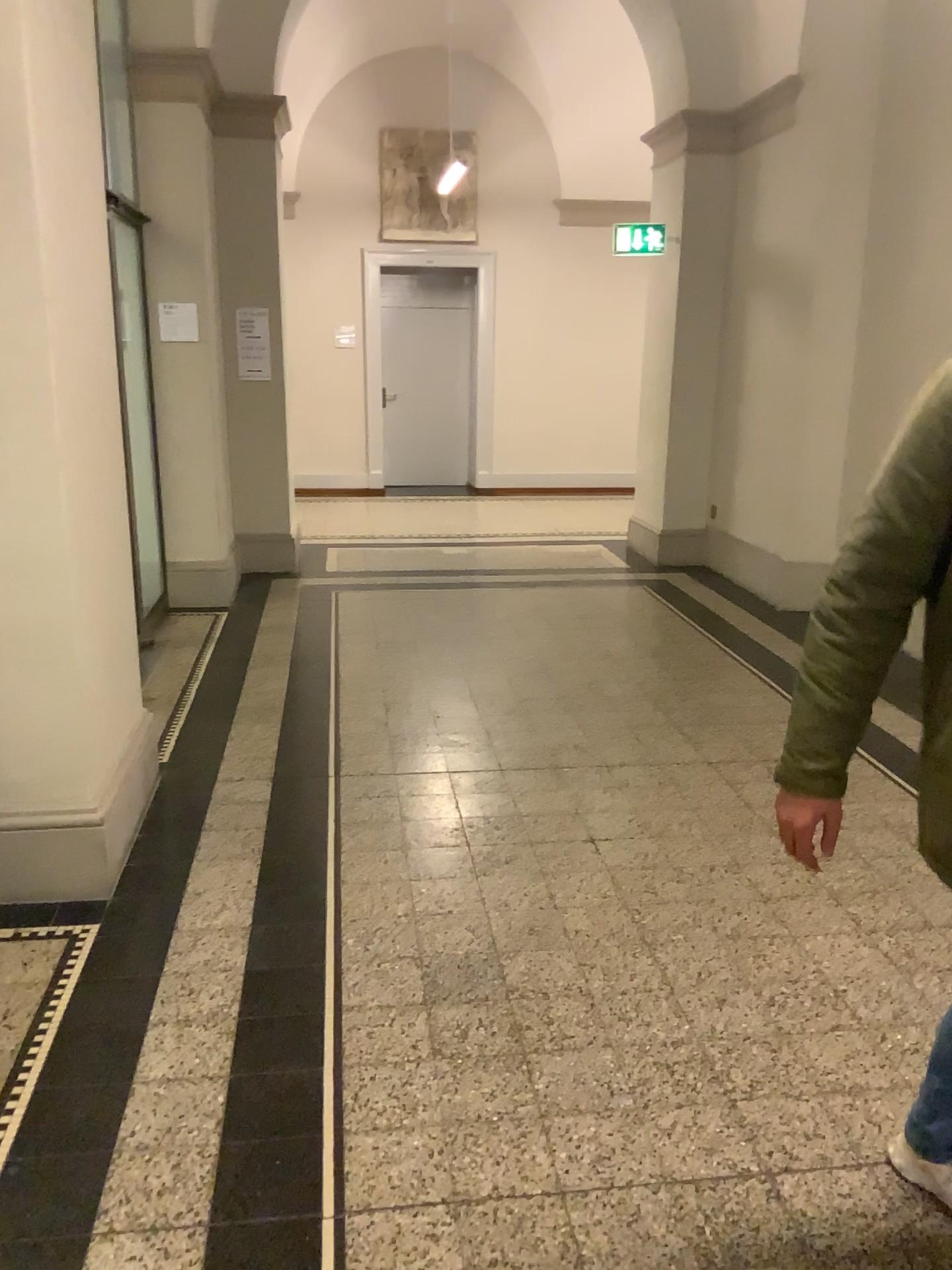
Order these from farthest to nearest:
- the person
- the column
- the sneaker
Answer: the column, the sneaker, the person

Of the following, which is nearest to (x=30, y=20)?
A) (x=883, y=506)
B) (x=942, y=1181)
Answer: (x=883, y=506)

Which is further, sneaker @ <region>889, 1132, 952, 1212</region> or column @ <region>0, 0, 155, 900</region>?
column @ <region>0, 0, 155, 900</region>

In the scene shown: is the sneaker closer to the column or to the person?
the person

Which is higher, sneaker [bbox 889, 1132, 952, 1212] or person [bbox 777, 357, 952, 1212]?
person [bbox 777, 357, 952, 1212]

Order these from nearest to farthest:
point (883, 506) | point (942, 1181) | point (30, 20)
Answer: point (883, 506)
point (942, 1181)
point (30, 20)

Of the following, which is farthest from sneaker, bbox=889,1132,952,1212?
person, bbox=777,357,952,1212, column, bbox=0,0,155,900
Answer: column, bbox=0,0,155,900

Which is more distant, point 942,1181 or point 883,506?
point 942,1181

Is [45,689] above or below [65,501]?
below
